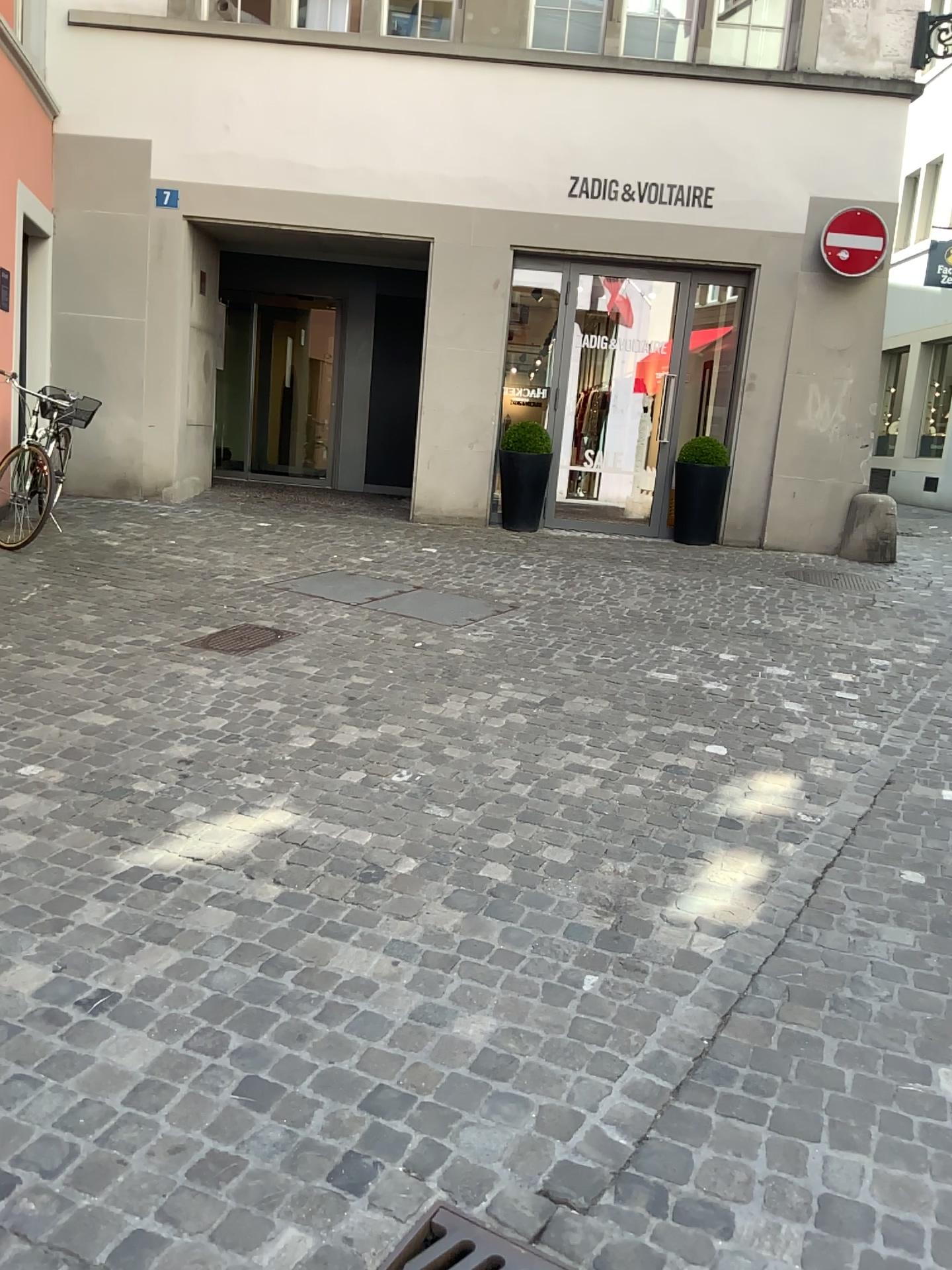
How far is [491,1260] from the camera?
1.7m

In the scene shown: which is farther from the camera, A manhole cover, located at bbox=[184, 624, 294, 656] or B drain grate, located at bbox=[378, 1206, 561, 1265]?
A manhole cover, located at bbox=[184, 624, 294, 656]

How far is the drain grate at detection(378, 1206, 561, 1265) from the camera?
1.70m

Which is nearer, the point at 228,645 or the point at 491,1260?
the point at 491,1260

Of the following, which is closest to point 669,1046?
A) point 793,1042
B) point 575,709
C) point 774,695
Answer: point 793,1042
